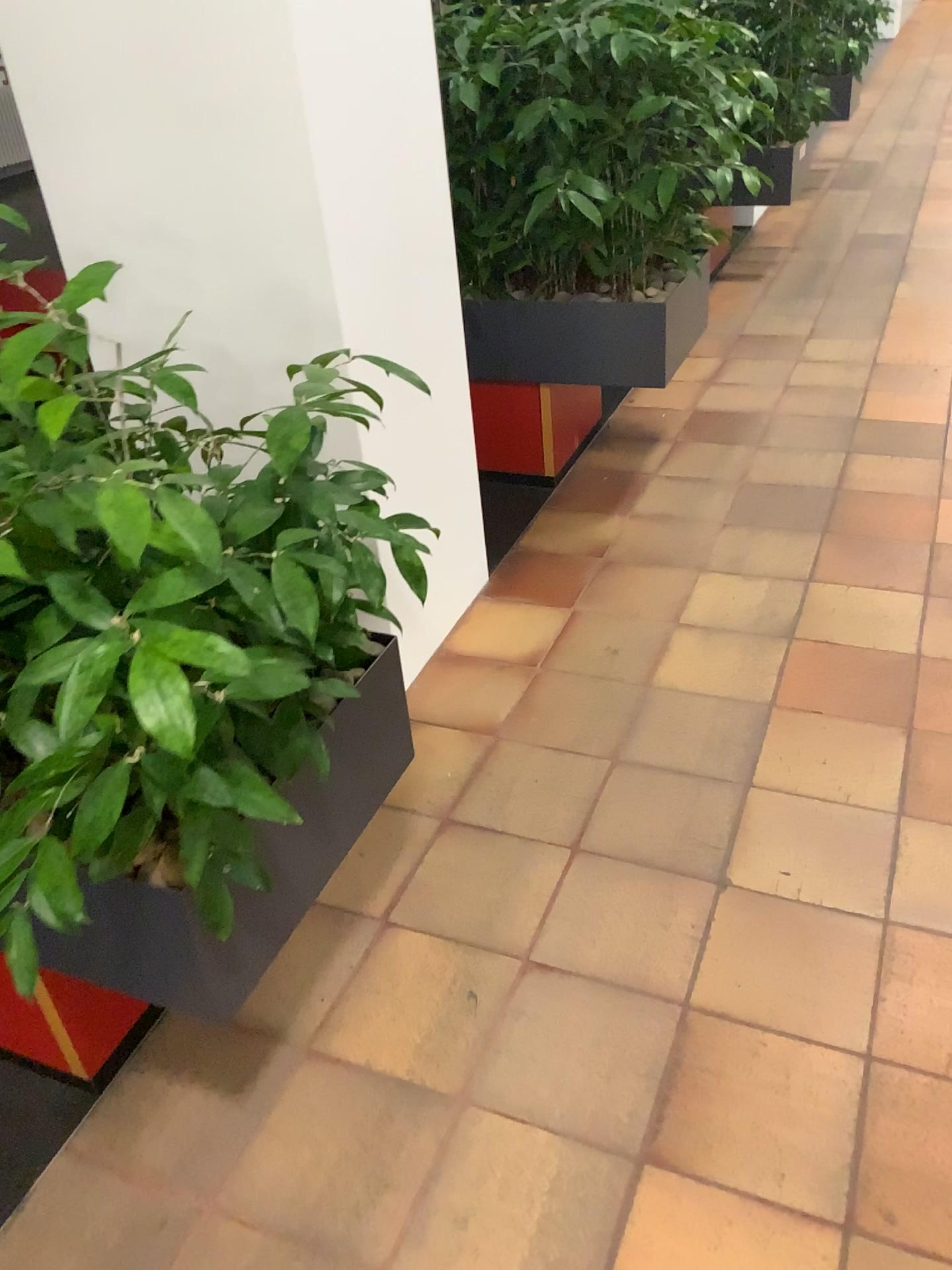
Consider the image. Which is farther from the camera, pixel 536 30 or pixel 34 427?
pixel 536 30

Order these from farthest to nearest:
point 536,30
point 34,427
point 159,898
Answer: point 536,30, point 159,898, point 34,427

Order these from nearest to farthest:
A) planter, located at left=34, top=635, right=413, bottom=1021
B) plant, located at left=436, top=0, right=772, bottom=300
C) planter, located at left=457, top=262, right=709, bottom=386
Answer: planter, located at left=34, top=635, right=413, bottom=1021 < plant, located at left=436, top=0, right=772, bottom=300 < planter, located at left=457, top=262, right=709, bottom=386

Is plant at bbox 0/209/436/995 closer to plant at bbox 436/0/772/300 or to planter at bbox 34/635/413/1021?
planter at bbox 34/635/413/1021

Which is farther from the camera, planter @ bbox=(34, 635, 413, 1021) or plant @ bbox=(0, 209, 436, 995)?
planter @ bbox=(34, 635, 413, 1021)

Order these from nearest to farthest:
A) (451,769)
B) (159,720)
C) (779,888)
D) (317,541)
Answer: (159,720) < (317,541) < (779,888) < (451,769)

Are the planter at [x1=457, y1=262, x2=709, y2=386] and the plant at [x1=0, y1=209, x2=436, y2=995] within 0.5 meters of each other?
no

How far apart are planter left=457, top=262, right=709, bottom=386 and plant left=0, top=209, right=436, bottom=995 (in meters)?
1.57

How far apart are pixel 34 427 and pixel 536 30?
2.0 meters

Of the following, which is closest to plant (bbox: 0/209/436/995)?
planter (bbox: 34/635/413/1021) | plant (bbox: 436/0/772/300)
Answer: planter (bbox: 34/635/413/1021)
